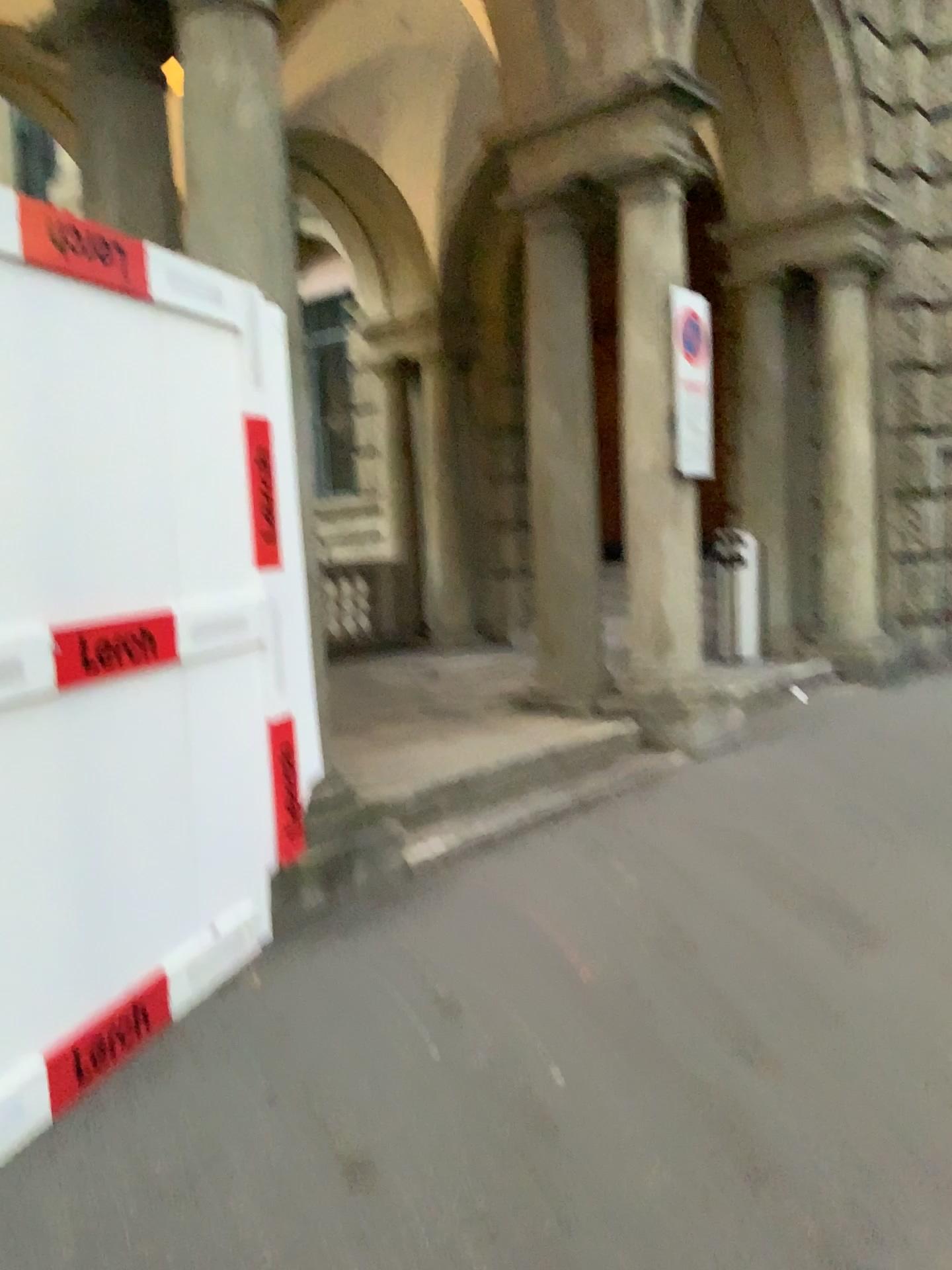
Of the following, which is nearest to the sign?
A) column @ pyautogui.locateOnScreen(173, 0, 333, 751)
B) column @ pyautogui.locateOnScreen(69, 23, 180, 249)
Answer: column @ pyautogui.locateOnScreen(173, 0, 333, 751)

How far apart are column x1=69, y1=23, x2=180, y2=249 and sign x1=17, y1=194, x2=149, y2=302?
1.57m

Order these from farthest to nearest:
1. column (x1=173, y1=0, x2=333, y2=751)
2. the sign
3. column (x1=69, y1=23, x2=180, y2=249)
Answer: column (x1=69, y1=23, x2=180, y2=249)
column (x1=173, y1=0, x2=333, y2=751)
the sign

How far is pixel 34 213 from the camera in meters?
2.4 m

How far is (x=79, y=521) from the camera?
2.56m

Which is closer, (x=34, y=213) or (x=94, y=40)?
(x=34, y=213)

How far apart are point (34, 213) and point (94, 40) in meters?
2.2

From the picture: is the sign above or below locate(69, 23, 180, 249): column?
below

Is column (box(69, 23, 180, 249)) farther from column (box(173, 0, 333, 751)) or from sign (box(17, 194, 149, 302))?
sign (box(17, 194, 149, 302))

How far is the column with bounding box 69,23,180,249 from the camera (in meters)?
4.06
